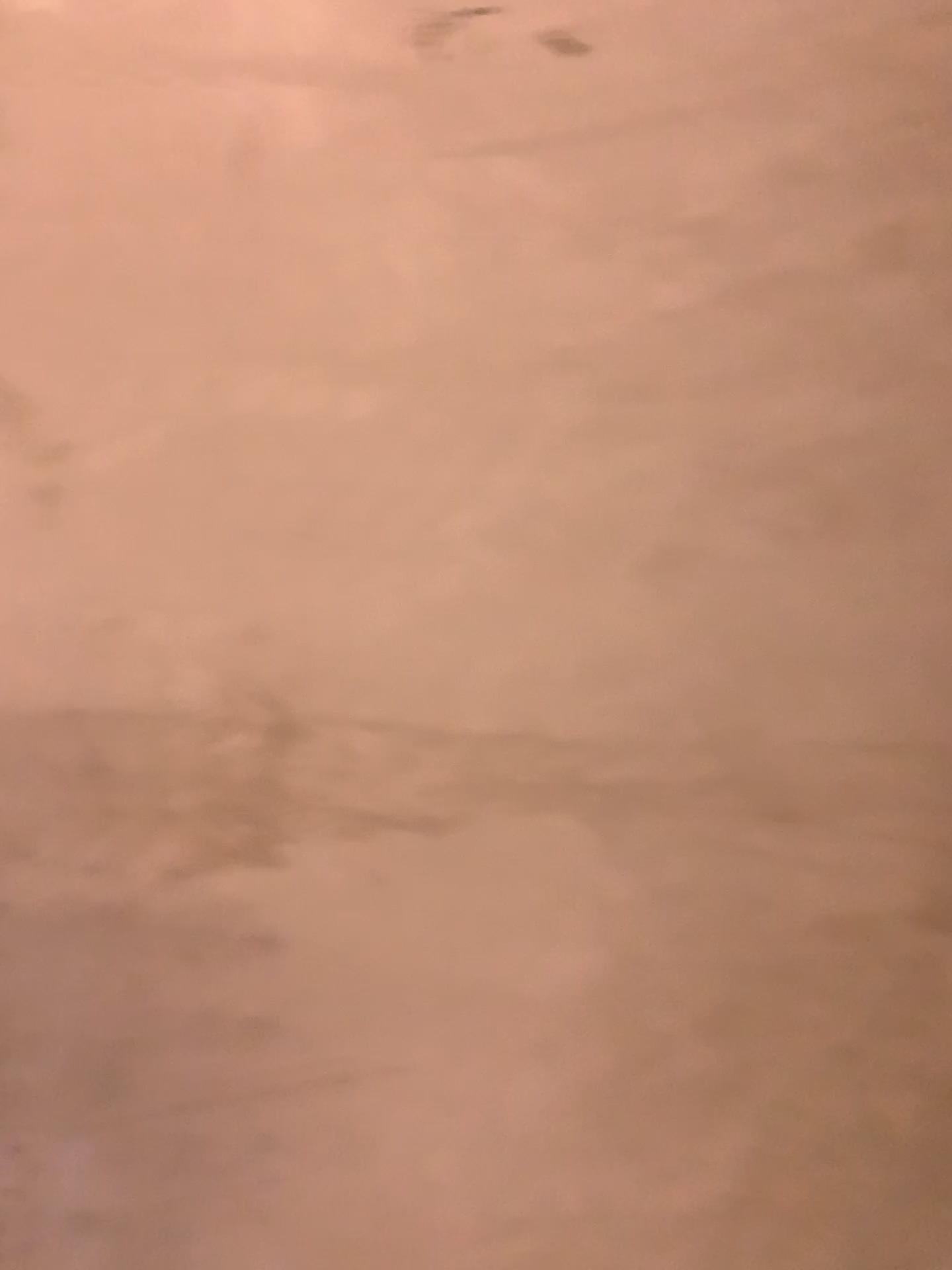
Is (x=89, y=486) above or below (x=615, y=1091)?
above
